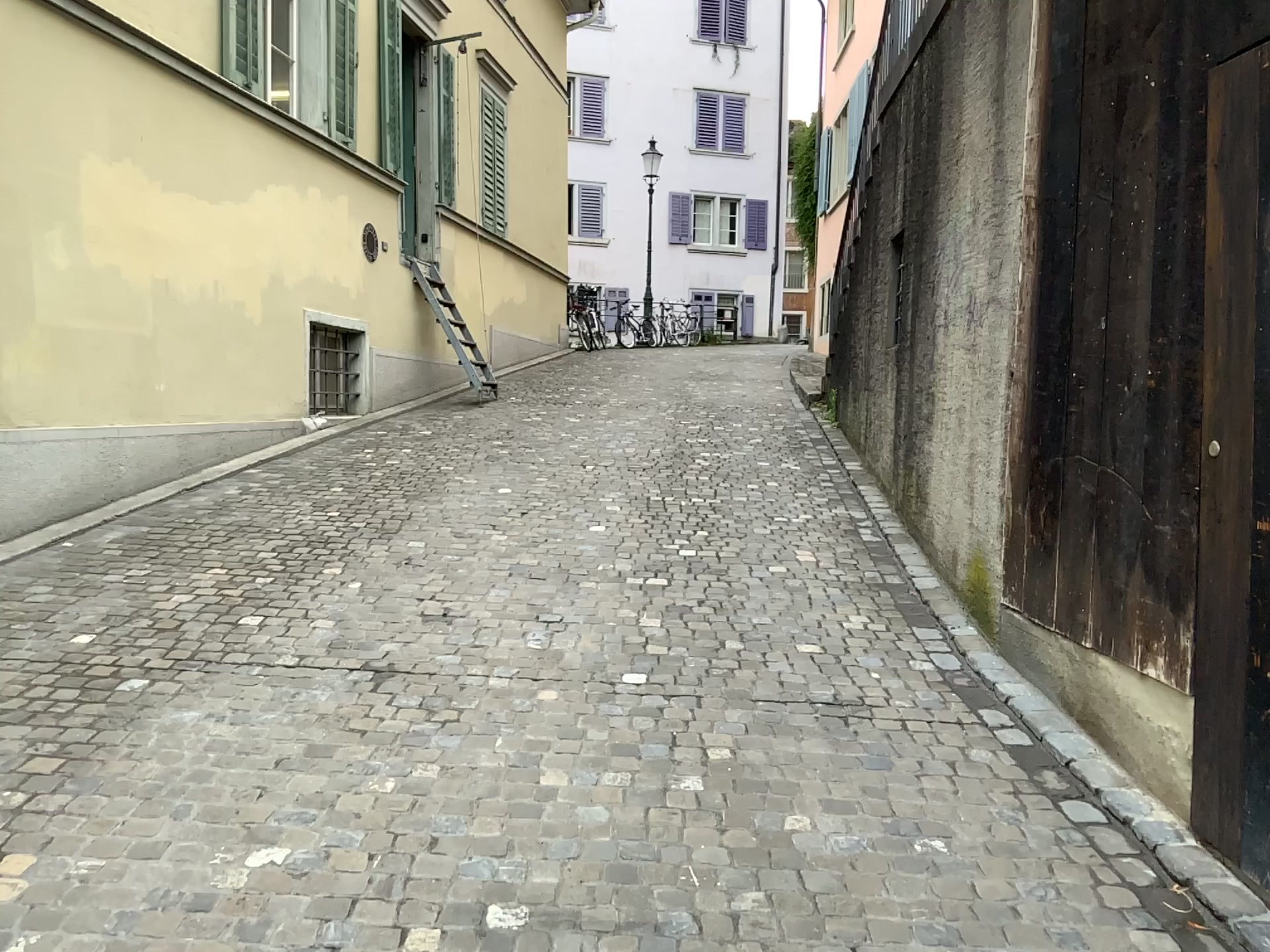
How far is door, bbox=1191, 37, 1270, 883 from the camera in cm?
276

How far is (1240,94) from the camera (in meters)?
2.76

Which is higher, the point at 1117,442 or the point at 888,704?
the point at 1117,442
